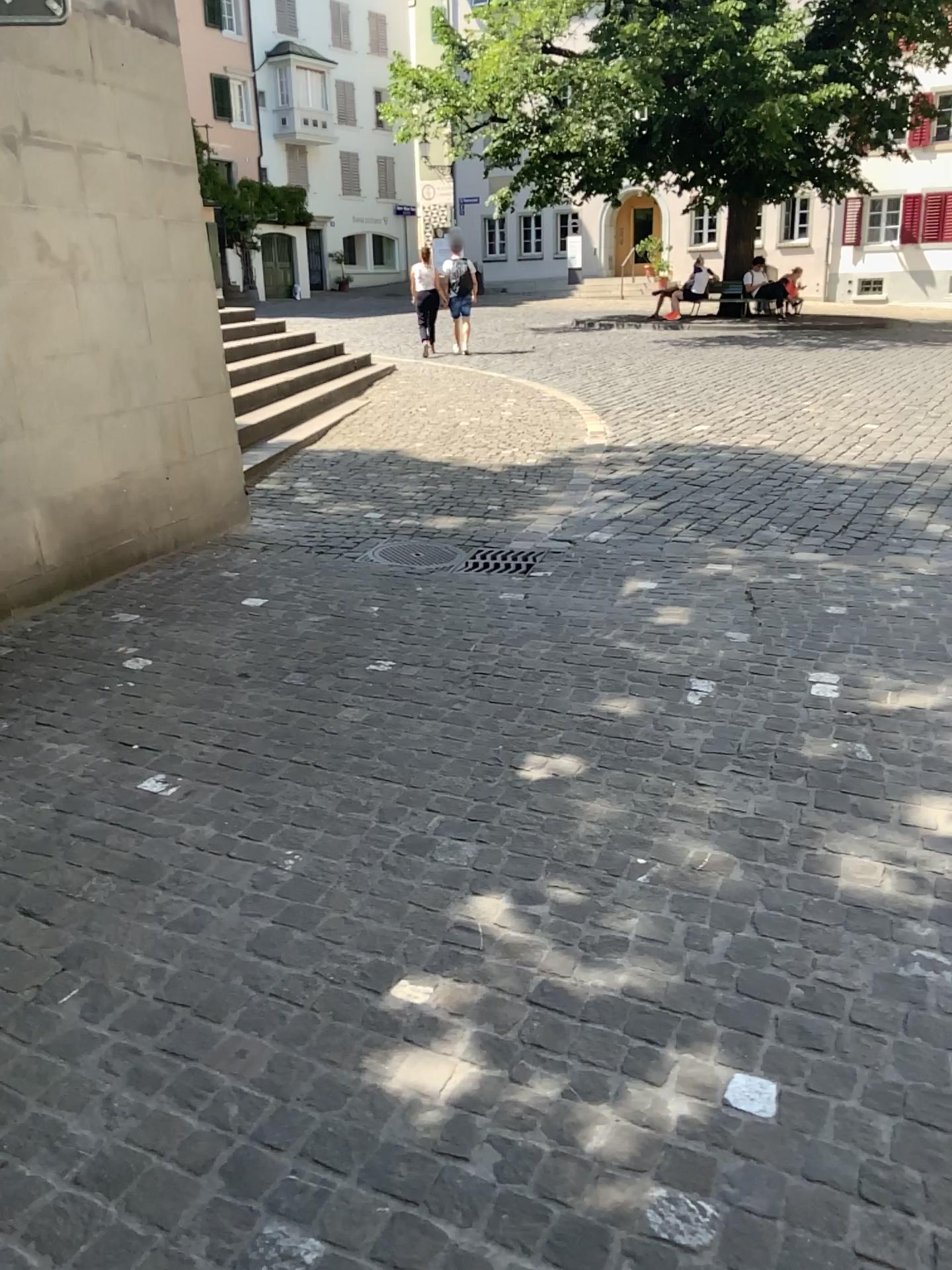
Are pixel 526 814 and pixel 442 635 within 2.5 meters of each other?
yes
